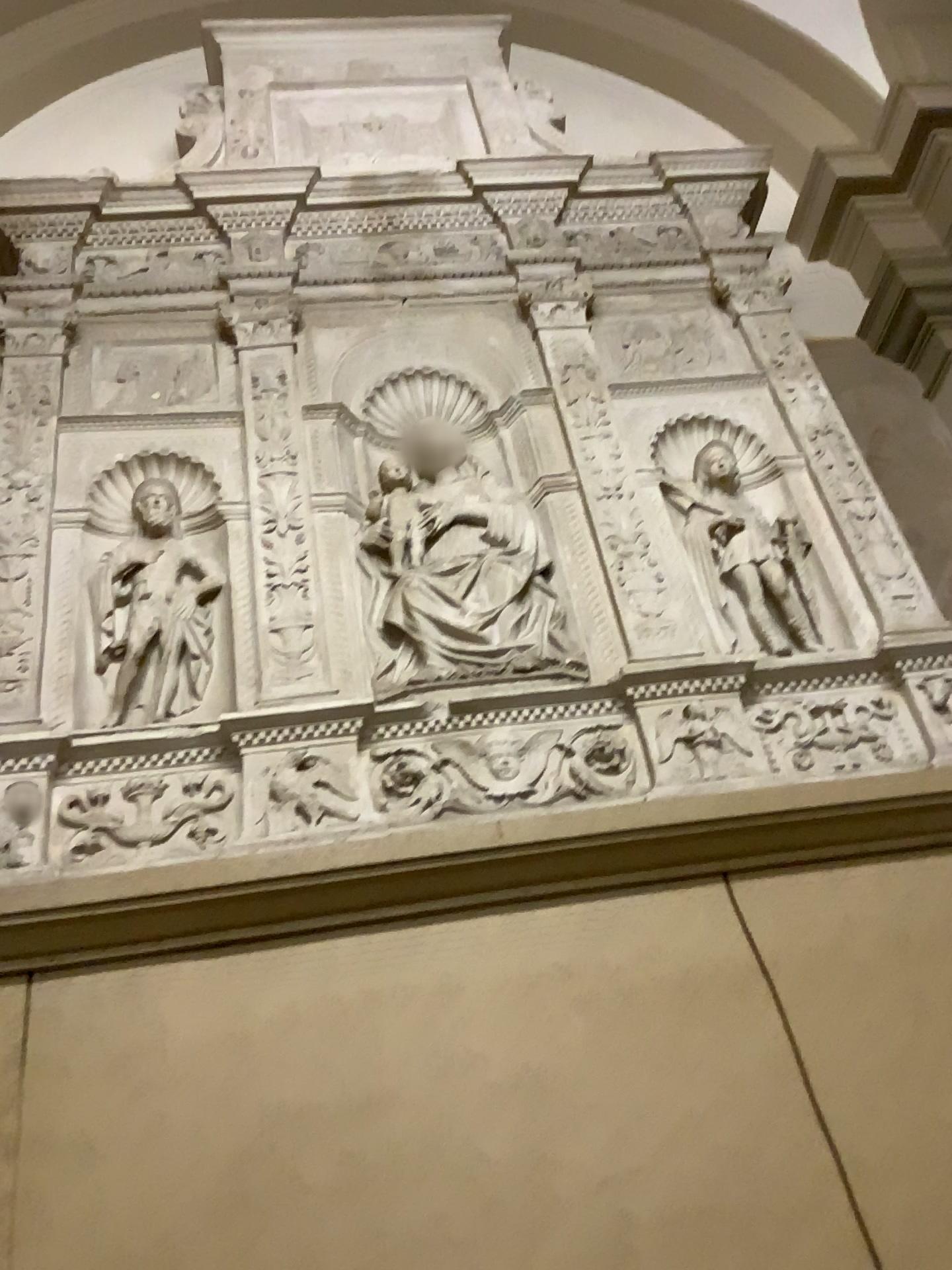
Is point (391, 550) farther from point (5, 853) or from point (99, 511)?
point (5, 853)

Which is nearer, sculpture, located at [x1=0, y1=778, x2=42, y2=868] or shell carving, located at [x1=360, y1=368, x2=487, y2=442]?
sculpture, located at [x1=0, y1=778, x2=42, y2=868]

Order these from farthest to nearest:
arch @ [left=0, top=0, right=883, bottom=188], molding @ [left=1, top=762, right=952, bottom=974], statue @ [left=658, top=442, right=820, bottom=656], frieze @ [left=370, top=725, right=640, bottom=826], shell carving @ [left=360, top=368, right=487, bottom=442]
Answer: arch @ [left=0, top=0, right=883, bottom=188], shell carving @ [left=360, top=368, right=487, bottom=442], statue @ [left=658, top=442, right=820, bottom=656], frieze @ [left=370, top=725, right=640, bottom=826], molding @ [left=1, top=762, right=952, bottom=974]

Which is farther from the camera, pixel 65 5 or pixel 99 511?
pixel 65 5

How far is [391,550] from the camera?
2.4 meters

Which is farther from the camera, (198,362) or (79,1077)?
(198,362)

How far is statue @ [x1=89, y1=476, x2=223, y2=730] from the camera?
2.2m

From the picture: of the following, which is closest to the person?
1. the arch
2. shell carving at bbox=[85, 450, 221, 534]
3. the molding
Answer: shell carving at bbox=[85, 450, 221, 534]

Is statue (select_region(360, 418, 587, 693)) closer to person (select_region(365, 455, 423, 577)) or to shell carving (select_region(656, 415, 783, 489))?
person (select_region(365, 455, 423, 577))

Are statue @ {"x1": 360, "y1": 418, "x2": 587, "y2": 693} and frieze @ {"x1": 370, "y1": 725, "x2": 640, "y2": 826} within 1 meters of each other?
yes
